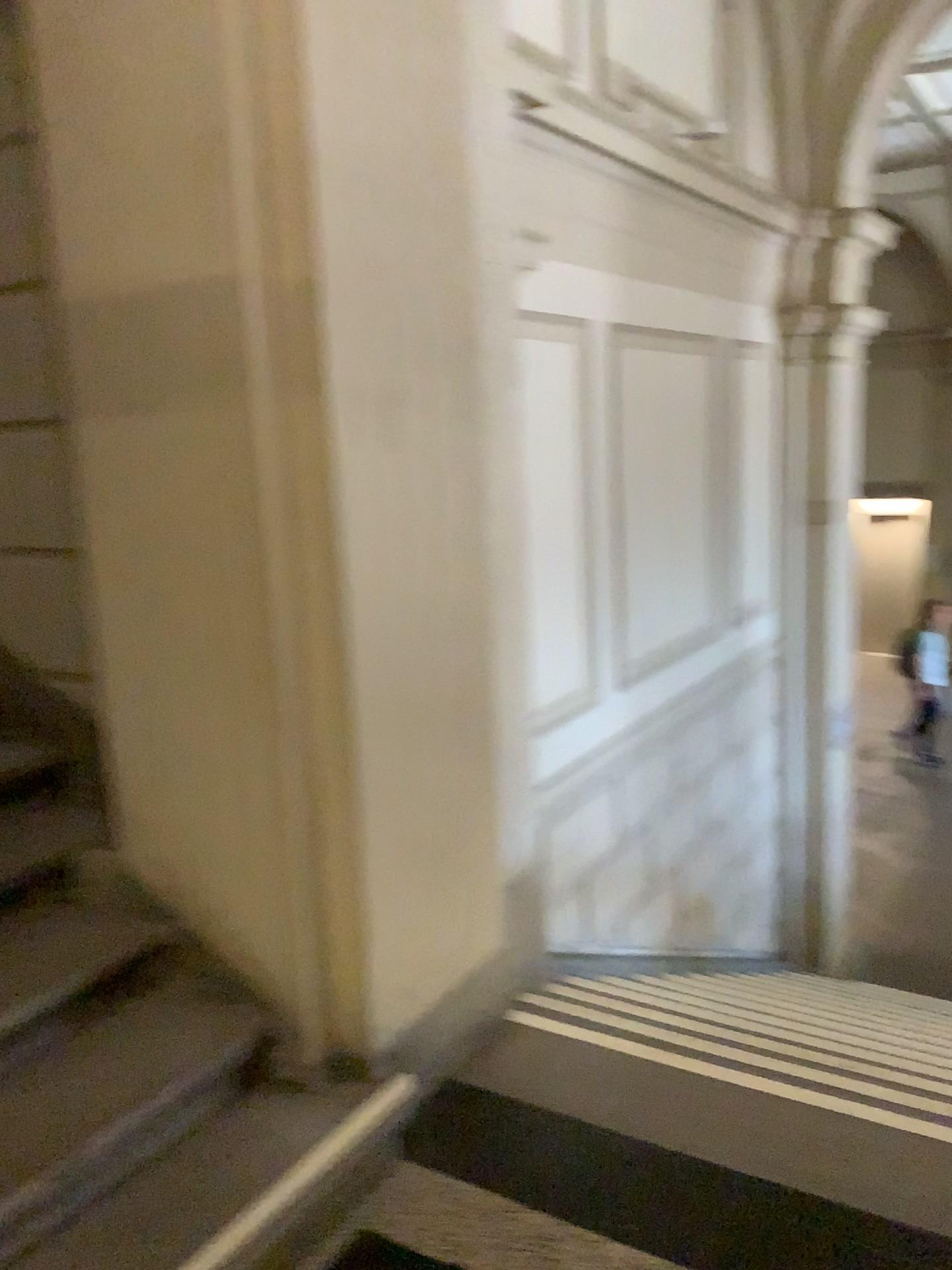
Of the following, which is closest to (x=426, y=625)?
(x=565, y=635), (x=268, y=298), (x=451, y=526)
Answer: (x=451, y=526)
